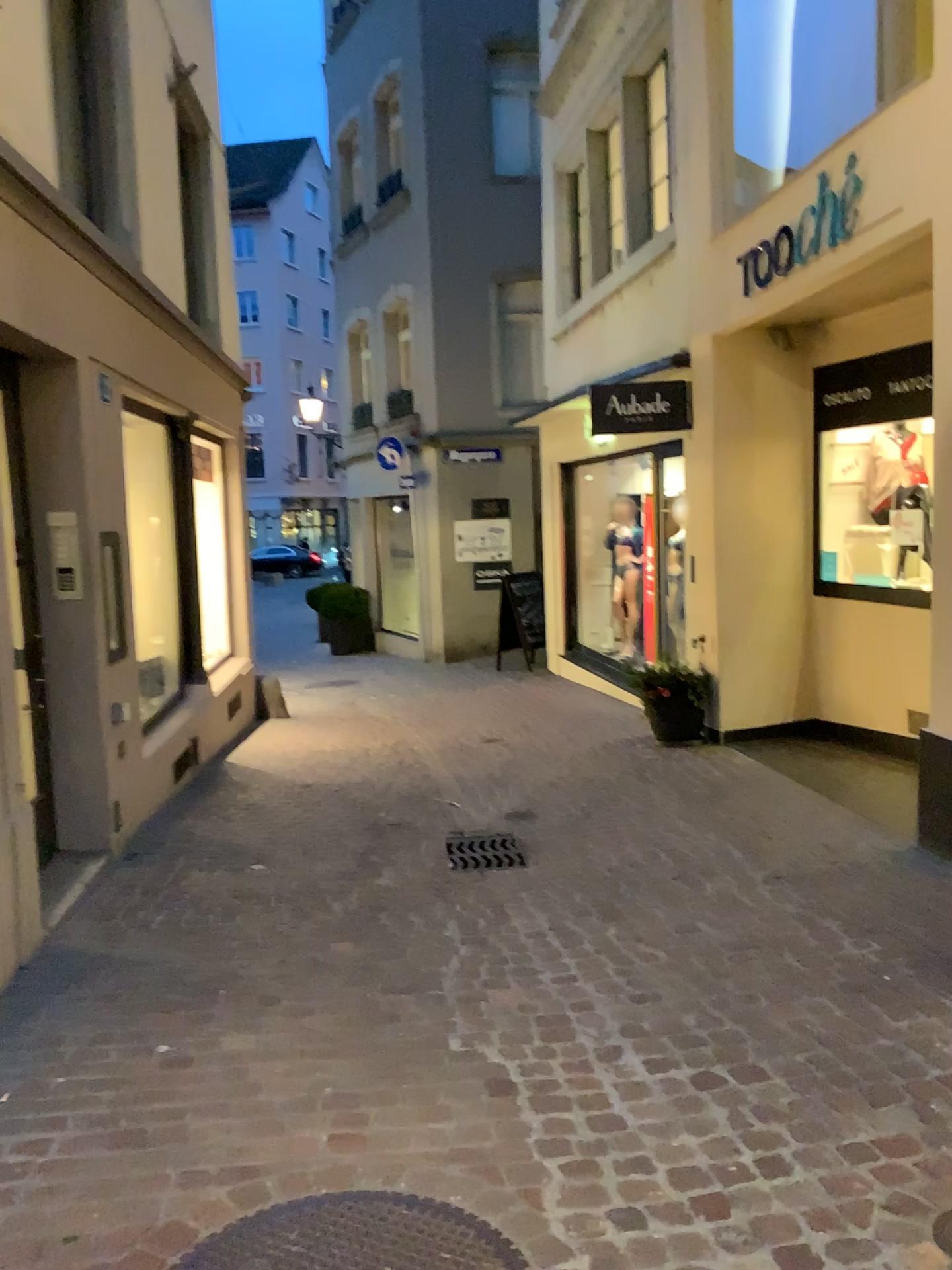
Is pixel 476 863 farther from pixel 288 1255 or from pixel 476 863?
pixel 288 1255

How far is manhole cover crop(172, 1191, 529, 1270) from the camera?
2.0m

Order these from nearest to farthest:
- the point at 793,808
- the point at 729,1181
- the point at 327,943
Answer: the point at 729,1181 < the point at 327,943 < the point at 793,808

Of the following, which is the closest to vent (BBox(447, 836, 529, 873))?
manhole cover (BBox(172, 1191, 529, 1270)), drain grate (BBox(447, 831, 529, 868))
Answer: drain grate (BBox(447, 831, 529, 868))

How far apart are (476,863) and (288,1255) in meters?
2.7

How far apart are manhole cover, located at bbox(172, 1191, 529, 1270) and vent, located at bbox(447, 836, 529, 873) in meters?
2.5

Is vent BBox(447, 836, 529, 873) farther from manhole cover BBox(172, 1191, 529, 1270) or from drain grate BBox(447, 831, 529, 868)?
manhole cover BBox(172, 1191, 529, 1270)

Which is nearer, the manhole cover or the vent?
the manhole cover

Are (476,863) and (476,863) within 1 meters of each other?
yes

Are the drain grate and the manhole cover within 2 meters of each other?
no
